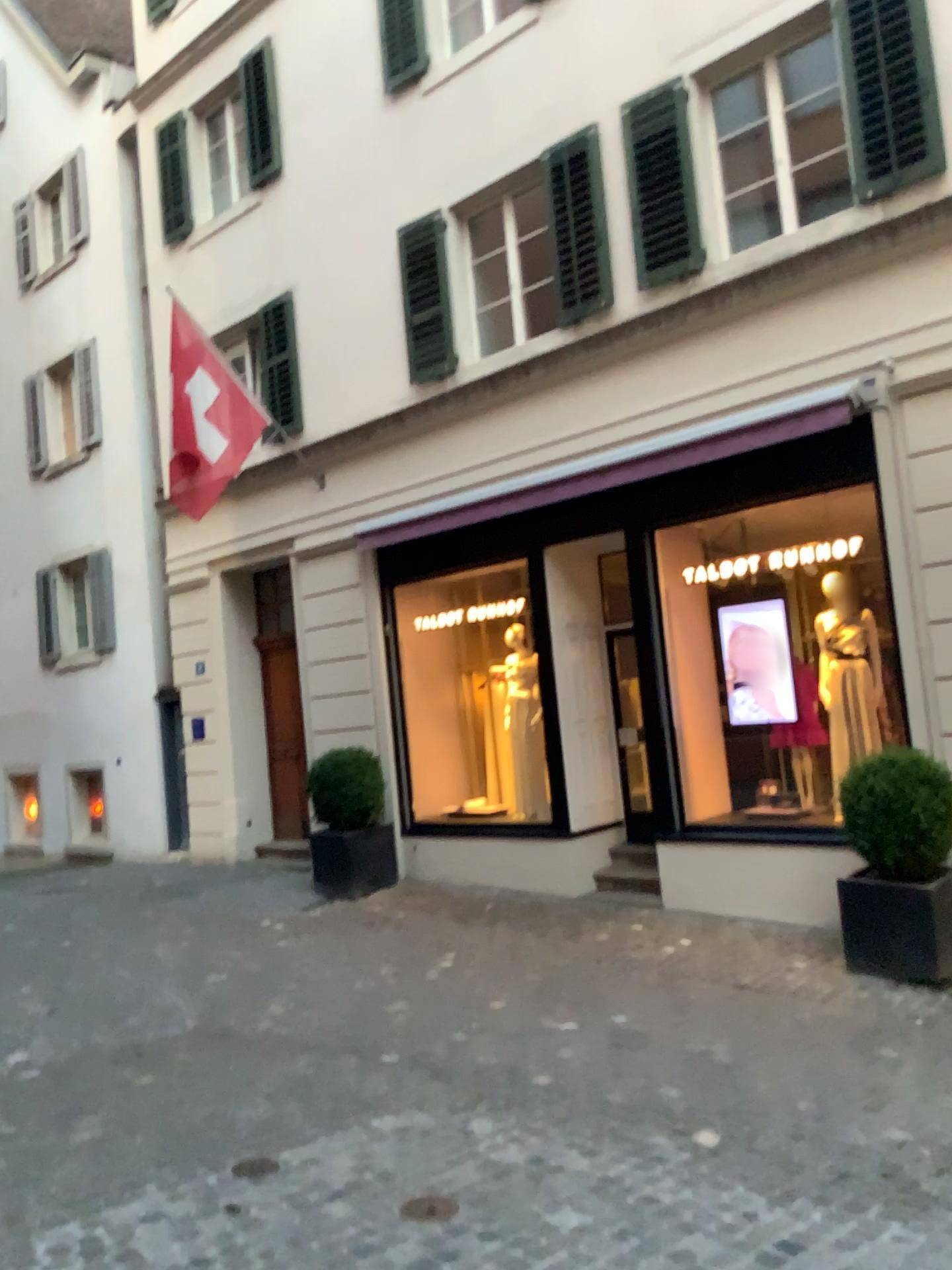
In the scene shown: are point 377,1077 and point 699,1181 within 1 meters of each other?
no
